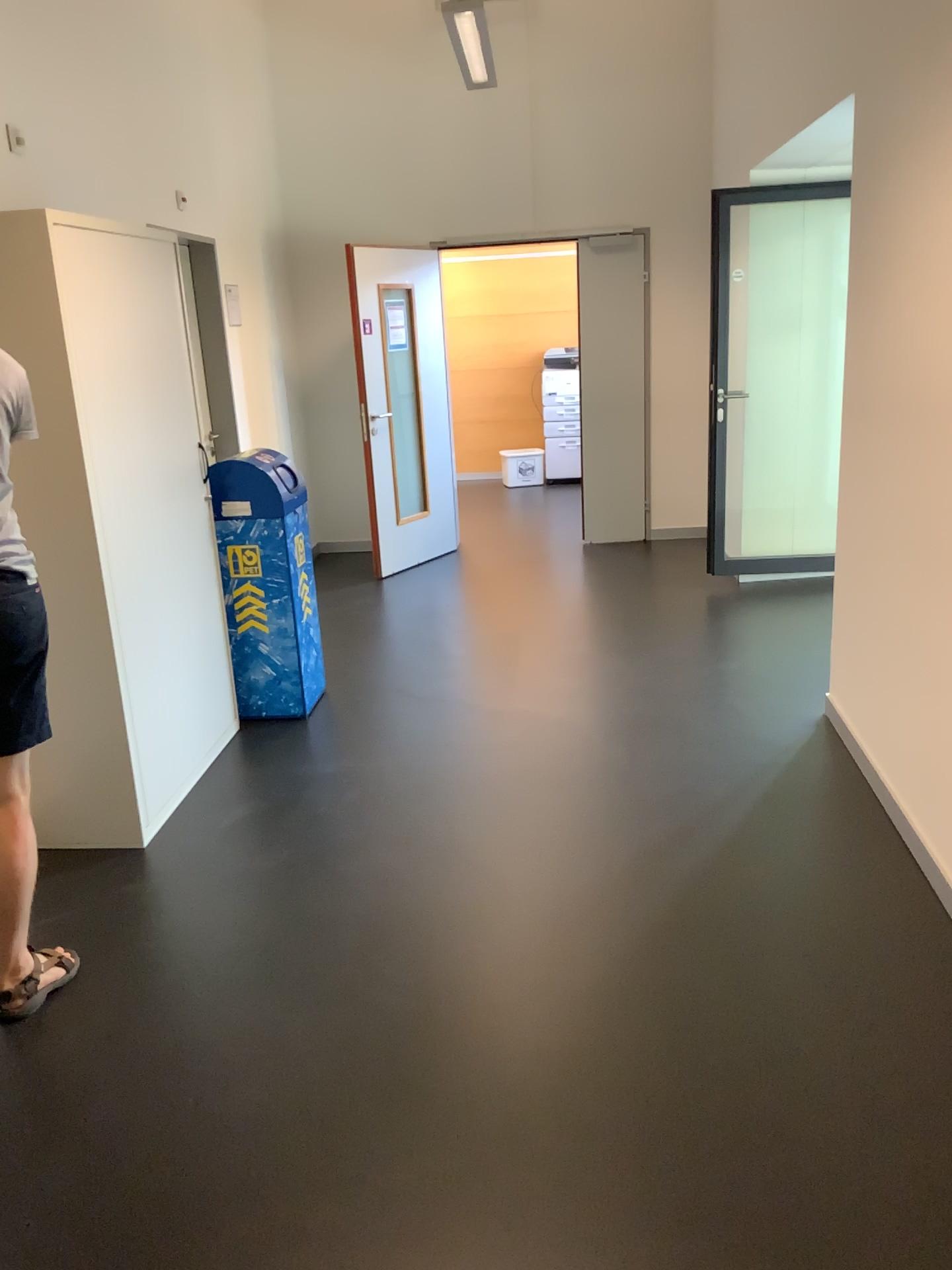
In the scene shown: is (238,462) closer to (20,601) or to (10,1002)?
(20,601)

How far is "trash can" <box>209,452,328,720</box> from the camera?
4.1 meters

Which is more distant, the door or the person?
the door

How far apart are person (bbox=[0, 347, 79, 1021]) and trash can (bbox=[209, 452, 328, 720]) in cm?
159

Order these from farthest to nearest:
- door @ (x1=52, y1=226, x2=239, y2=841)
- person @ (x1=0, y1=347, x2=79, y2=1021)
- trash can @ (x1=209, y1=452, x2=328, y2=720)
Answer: trash can @ (x1=209, y1=452, x2=328, y2=720)
door @ (x1=52, y1=226, x2=239, y2=841)
person @ (x1=0, y1=347, x2=79, y2=1021)

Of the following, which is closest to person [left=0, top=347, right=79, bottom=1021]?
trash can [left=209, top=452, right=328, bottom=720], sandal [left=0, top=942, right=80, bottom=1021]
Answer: sandal [left=0, top=942, right=80, bottom=1021]

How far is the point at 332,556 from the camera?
6.9m

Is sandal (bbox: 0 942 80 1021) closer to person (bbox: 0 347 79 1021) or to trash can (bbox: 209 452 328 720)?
person (bbox: 0 347 79 1021)

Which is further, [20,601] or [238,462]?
[238,462]

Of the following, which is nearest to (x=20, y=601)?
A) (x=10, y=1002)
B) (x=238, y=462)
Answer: (x=10, y=1002)
